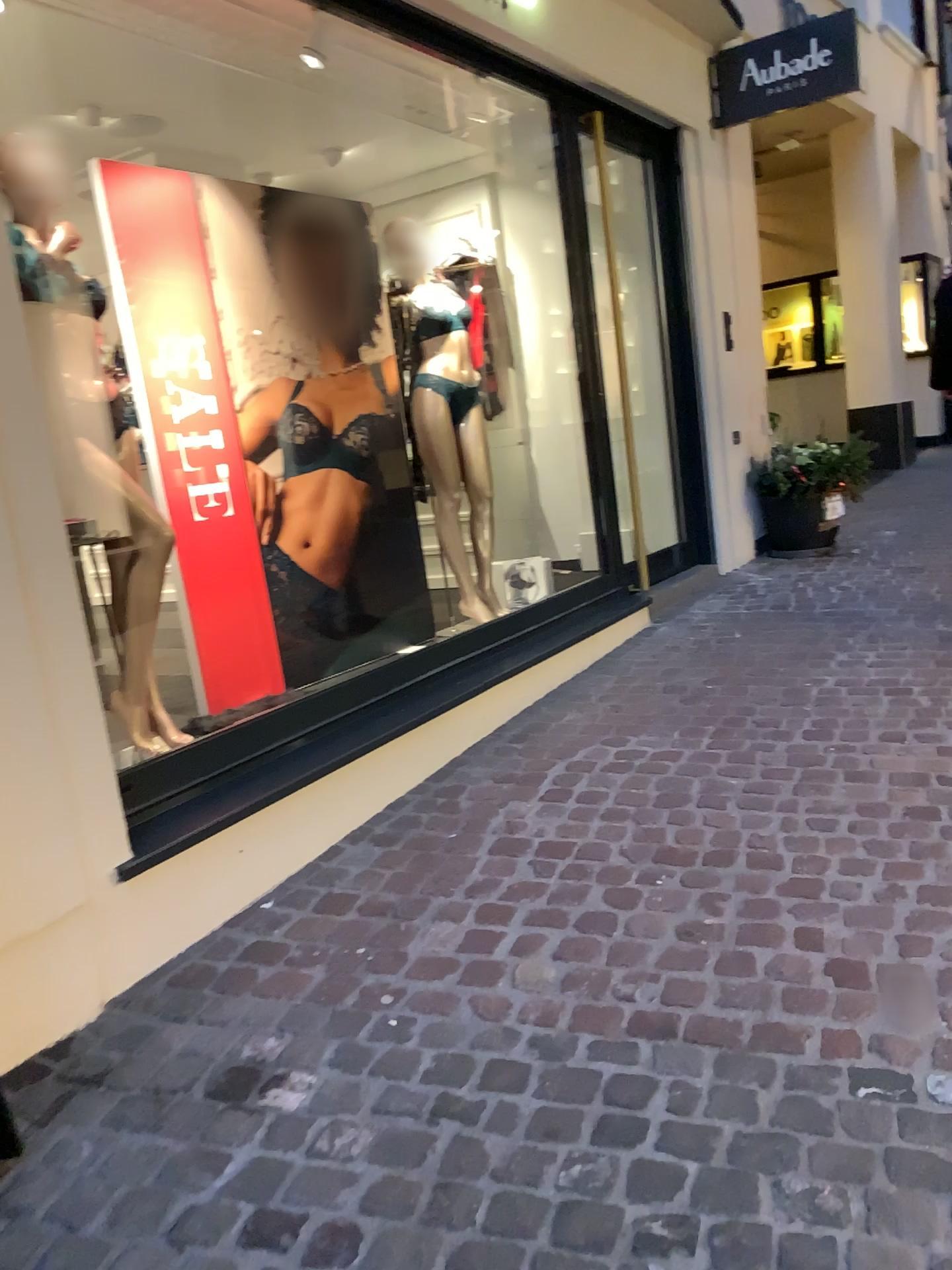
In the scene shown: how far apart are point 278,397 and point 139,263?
0.7 meters

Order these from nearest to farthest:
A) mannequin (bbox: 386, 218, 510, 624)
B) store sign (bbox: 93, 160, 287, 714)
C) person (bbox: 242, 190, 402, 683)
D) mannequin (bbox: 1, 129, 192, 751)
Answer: mannequin (bbox: 1, 129, 192, 751)
store sign (bbox: 93, 160, 287, 714)
person (bbox: 242, 190, 402, 683)
mannequin (bbox: 386, 218, 510, 624)

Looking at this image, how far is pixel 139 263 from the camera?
3.37m

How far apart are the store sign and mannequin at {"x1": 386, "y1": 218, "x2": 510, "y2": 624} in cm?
99

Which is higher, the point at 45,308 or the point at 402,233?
the point at 402,233

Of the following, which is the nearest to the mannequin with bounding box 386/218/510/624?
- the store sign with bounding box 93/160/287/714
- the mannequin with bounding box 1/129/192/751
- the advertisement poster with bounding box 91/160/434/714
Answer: the advertisement poster with bounding box 91/160/434/714

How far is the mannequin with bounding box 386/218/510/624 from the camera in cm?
444

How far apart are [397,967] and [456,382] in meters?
2.8 m

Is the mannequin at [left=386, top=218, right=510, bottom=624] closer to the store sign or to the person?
the person

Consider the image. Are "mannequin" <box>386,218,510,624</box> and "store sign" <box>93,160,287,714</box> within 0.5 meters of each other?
no
